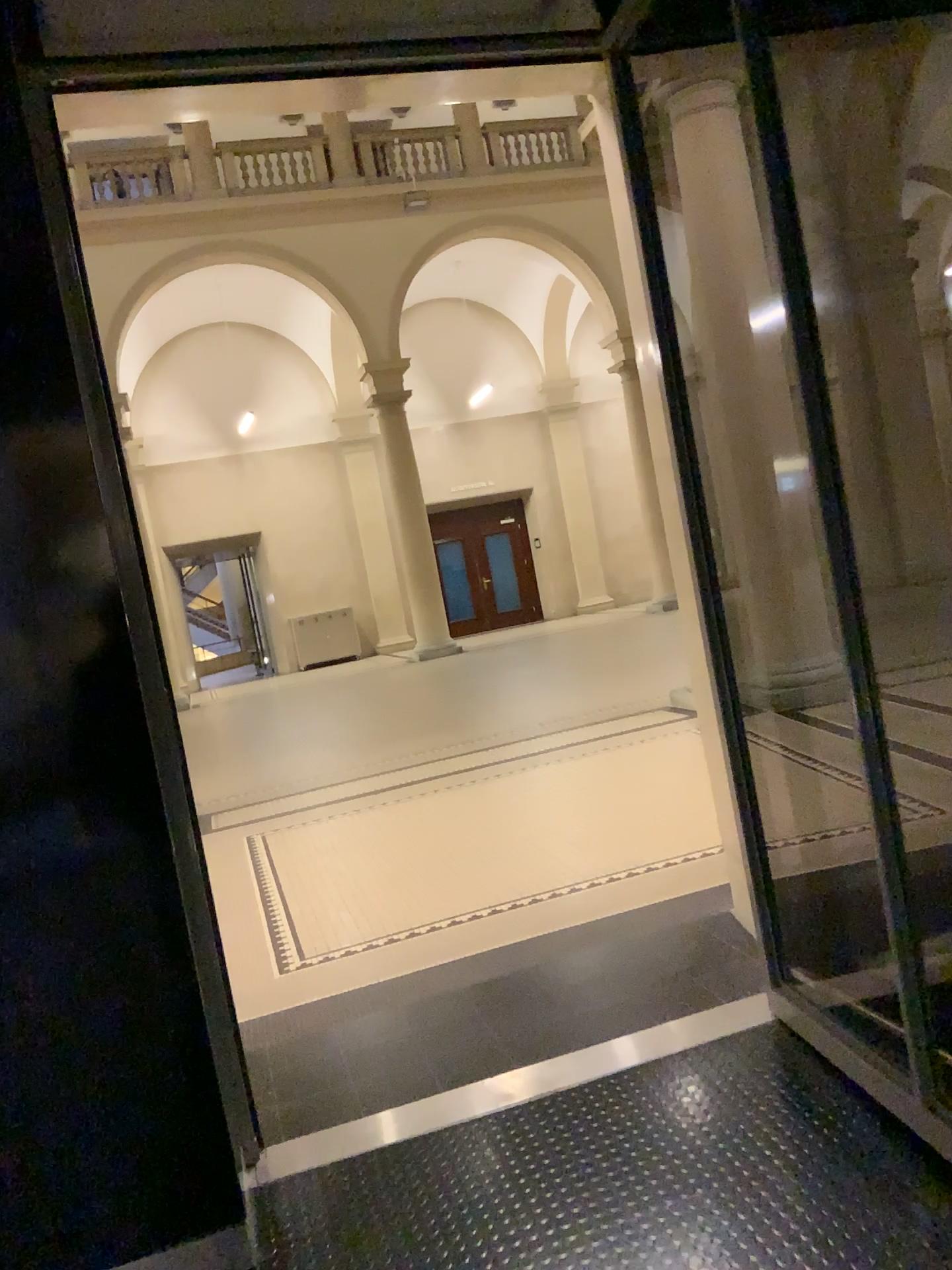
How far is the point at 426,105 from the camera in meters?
2.9
